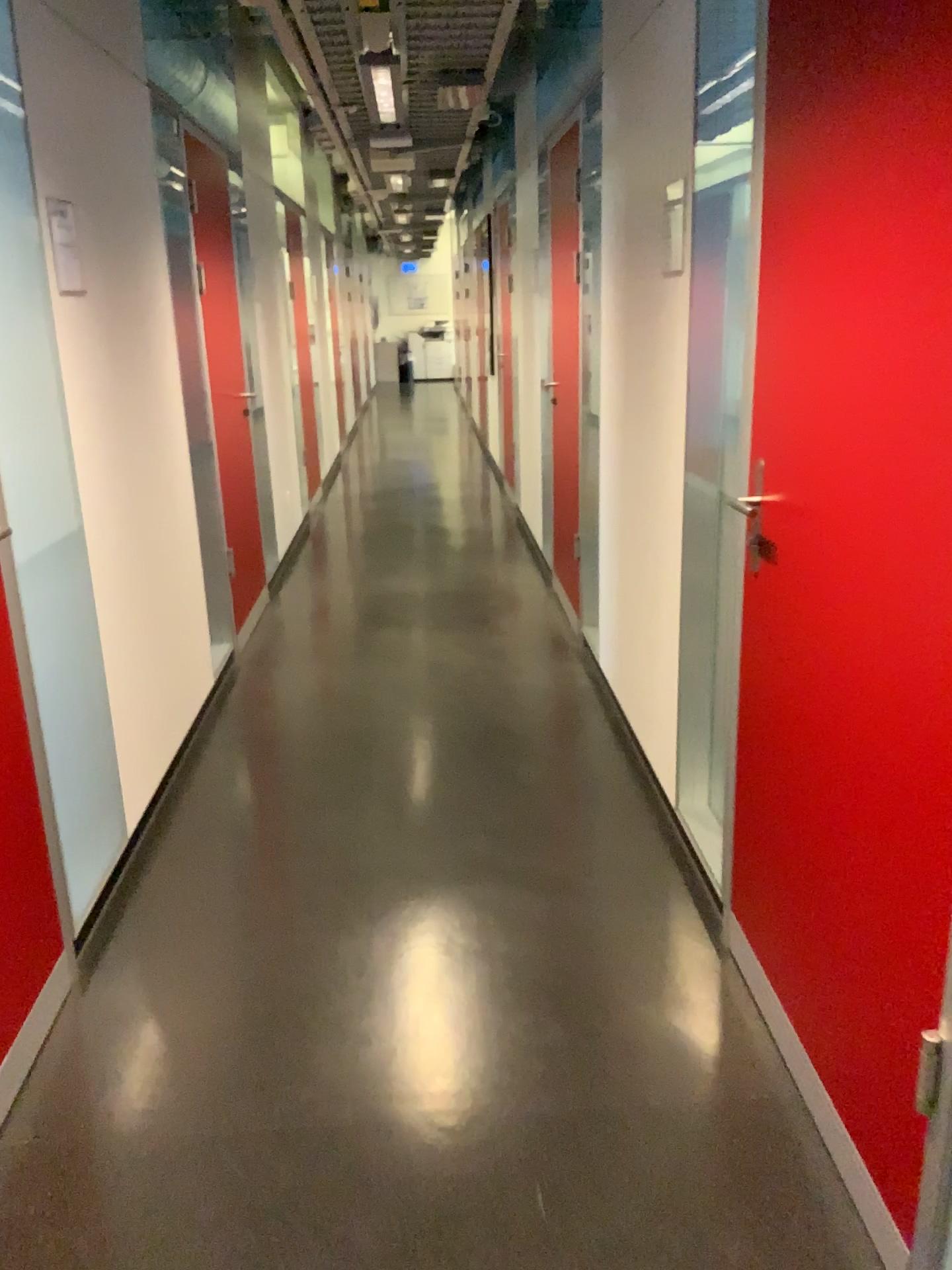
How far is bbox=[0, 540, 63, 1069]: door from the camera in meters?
2.1

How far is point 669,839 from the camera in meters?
2.9 m

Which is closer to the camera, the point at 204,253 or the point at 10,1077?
the point at 10,1077

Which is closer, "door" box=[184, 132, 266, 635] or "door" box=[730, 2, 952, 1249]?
"door" box=[730, 2, 952, 1249]

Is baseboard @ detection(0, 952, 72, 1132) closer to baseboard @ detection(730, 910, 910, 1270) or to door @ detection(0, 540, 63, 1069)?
door @ detection(0, 540, 63, 1069)

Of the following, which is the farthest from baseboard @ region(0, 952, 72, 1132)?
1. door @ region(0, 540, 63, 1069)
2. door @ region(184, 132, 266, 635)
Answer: door @ region(184, 132, 266, 635)

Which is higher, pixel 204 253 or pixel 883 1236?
pixel 204 253

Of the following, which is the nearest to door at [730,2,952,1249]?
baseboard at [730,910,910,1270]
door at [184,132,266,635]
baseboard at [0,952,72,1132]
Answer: baseboard at [730,910,910,1270]

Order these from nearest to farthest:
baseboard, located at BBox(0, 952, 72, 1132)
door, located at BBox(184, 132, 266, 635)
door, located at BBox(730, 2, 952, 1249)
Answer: door, located at BBox(730, 2, 952, 1249), baseboard, located at BBox(0, 952, 72, 1132), door, located at BBox(184, 132, 266, 635)

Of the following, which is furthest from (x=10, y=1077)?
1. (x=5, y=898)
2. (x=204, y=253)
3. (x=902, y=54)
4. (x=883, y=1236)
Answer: (x=204, y=253)
